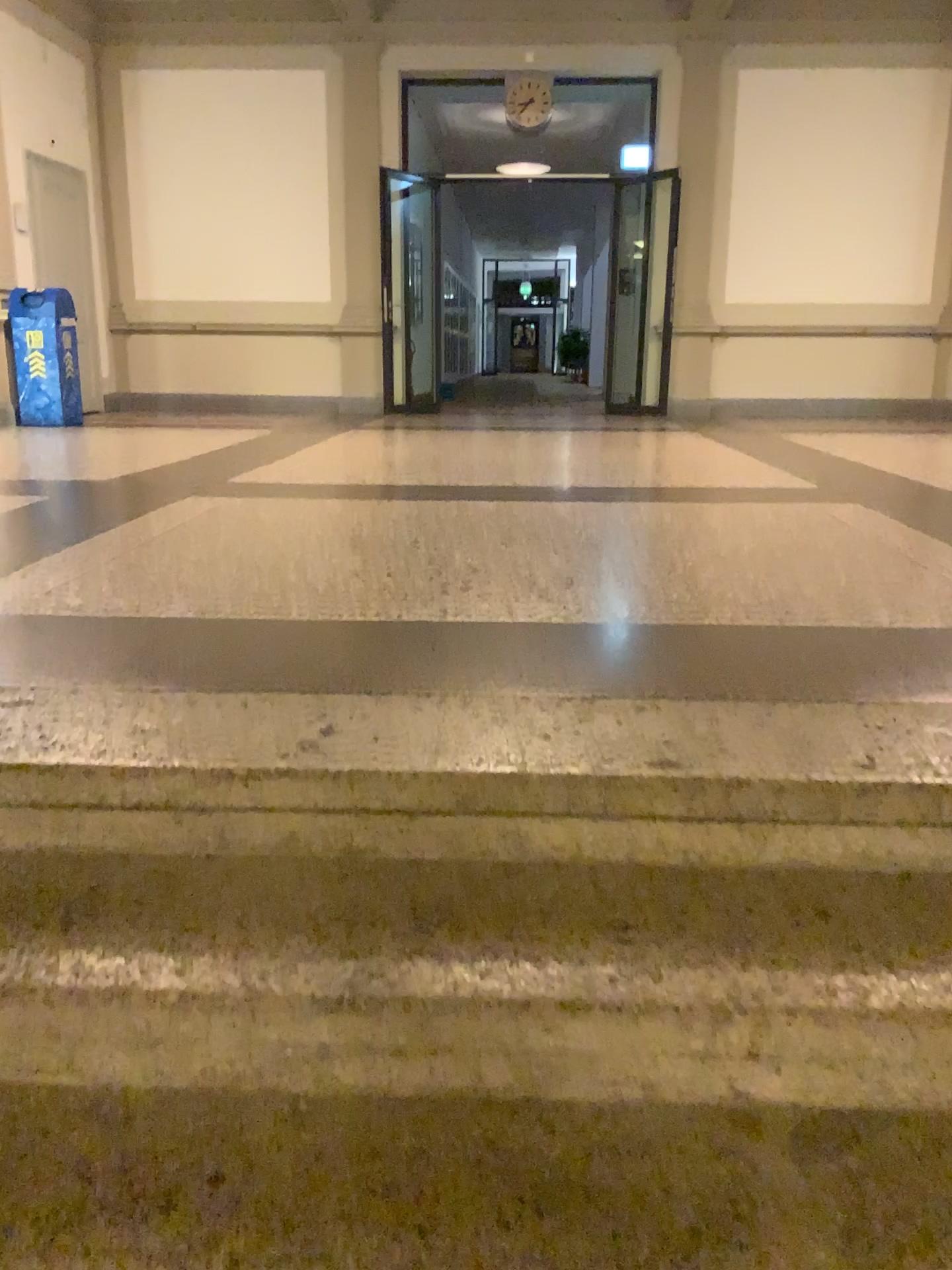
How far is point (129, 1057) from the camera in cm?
133
